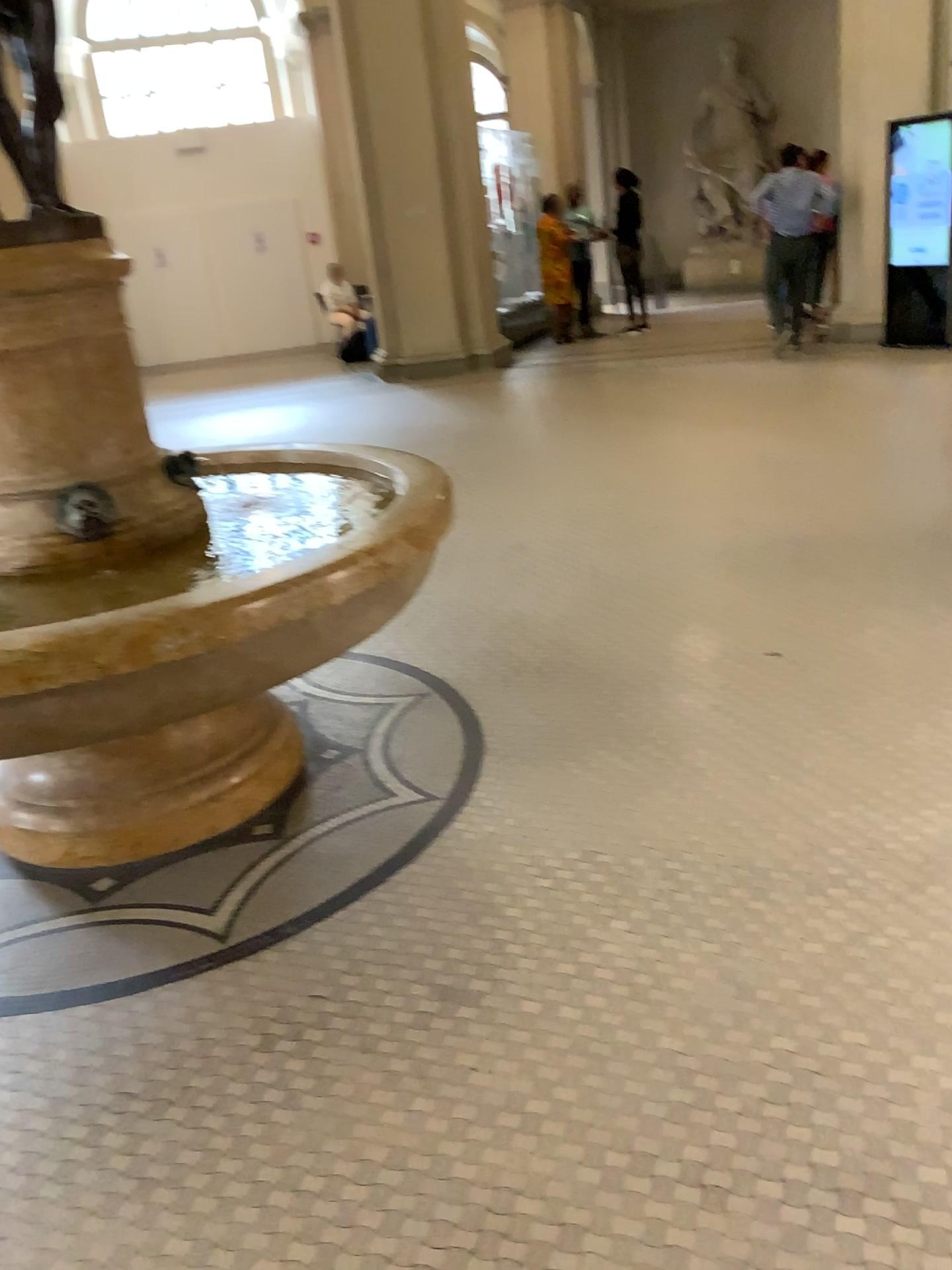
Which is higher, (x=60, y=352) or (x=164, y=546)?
(x=60, y=352)
